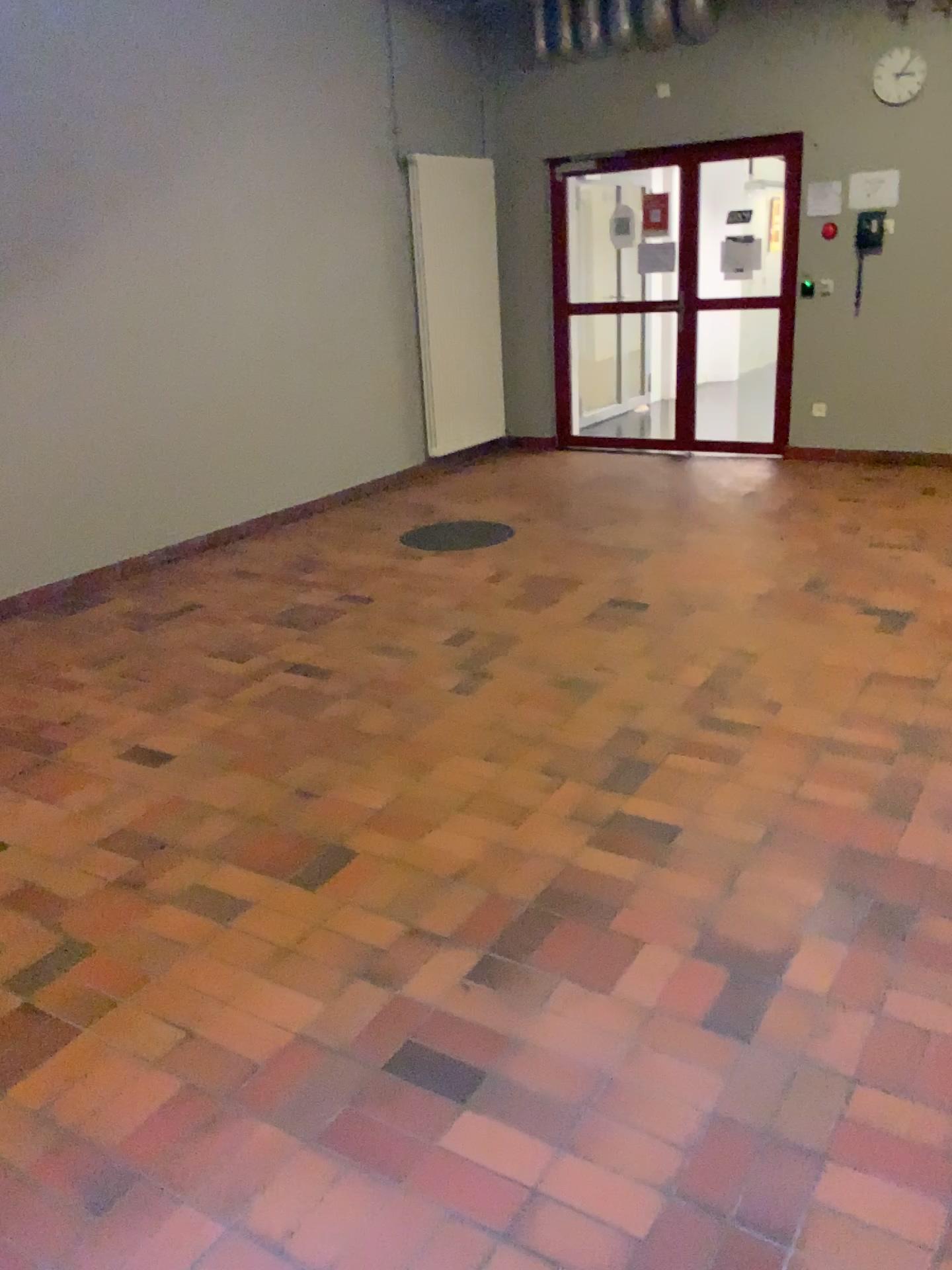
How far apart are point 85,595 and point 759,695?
3.32m
